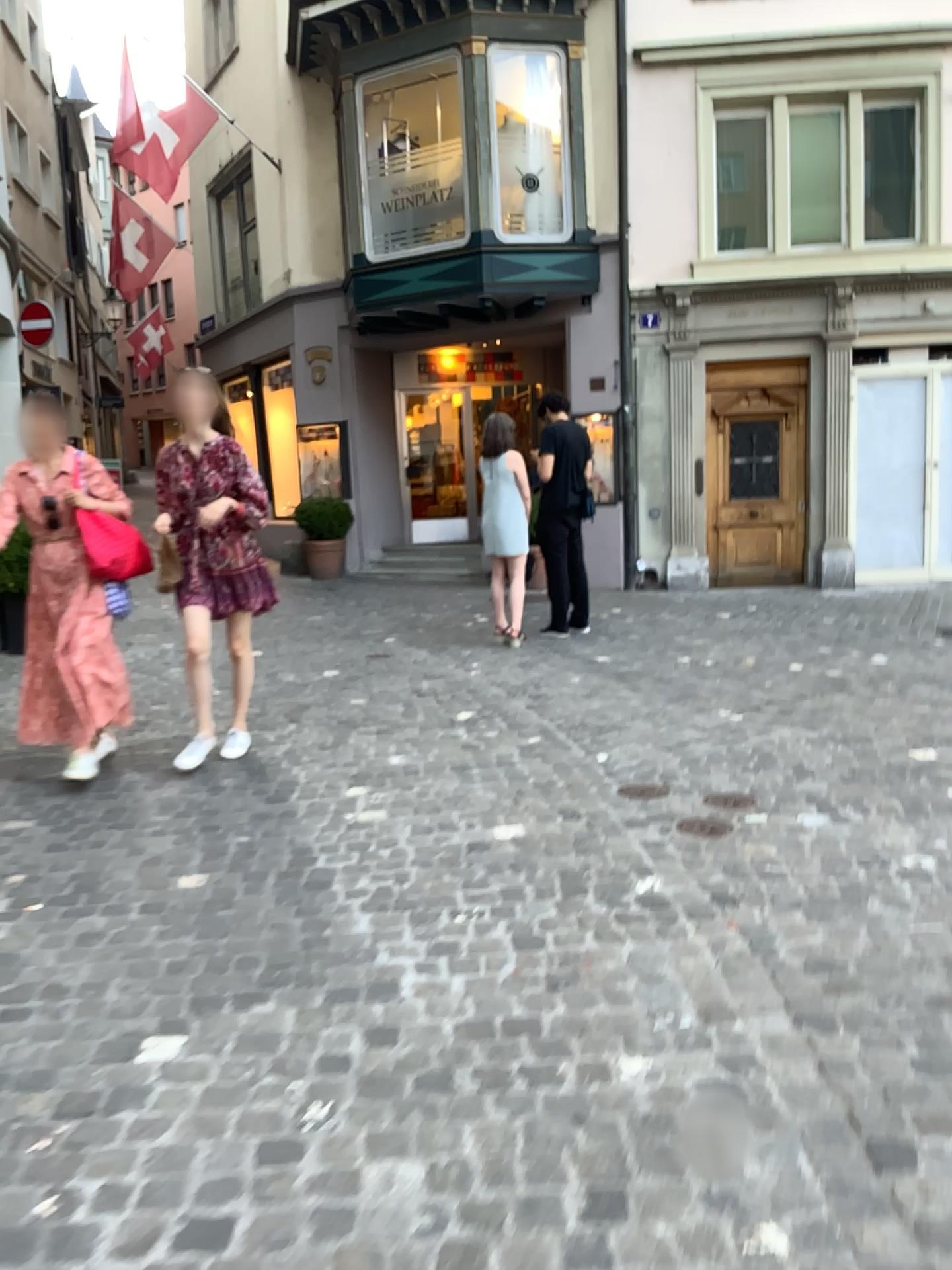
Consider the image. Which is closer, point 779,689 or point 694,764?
point 694,764
